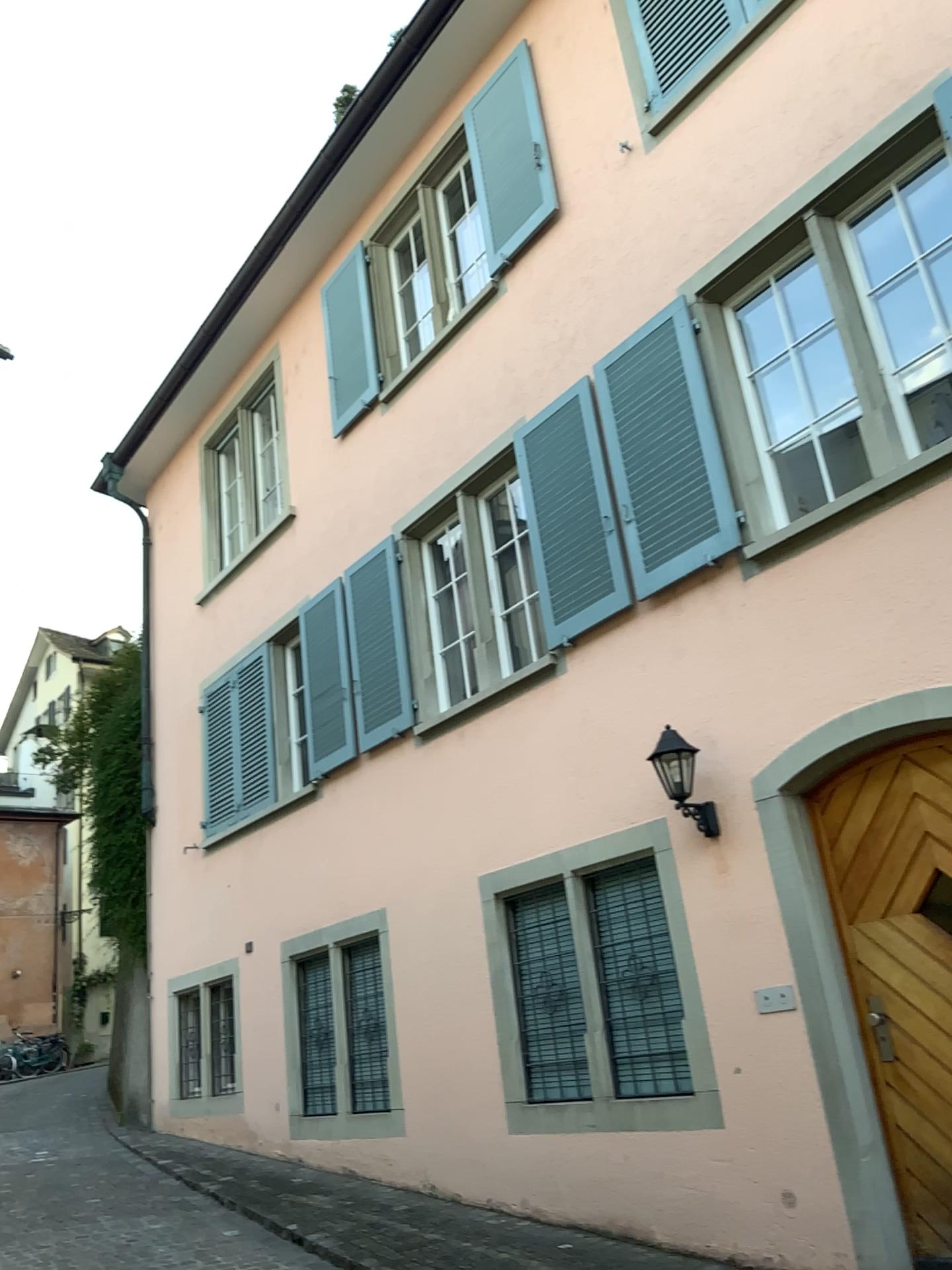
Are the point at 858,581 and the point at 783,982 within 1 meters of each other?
no
